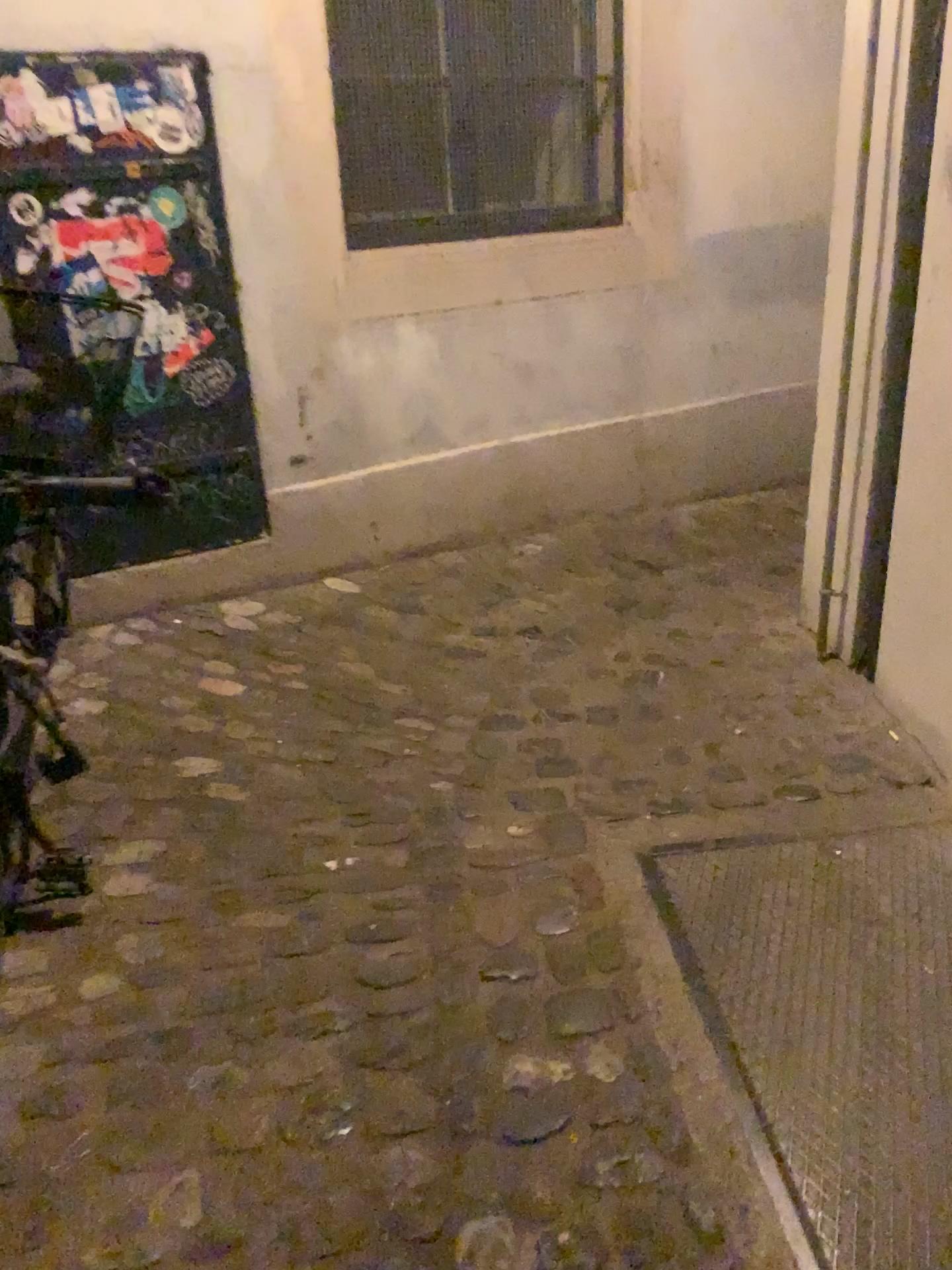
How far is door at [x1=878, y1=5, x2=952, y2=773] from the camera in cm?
206

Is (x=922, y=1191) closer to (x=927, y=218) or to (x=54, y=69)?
(x=927, y=218)

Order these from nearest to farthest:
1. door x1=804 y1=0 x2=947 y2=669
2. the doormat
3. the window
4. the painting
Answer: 1. the doormat
2. door x1=804 y1=0 x2=947 y2=669
3. the painting
4. the window

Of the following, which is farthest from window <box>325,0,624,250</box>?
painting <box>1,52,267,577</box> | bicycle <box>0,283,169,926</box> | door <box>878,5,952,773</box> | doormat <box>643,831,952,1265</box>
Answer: doormat <box>643,831,952,1265</box>

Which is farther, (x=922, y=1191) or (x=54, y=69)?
(x=54, y=69)

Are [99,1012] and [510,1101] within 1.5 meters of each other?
yes

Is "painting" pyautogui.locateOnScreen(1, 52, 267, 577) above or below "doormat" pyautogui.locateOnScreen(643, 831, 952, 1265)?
above

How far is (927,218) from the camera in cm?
206

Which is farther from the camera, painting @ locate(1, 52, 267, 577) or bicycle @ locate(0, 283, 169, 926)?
painting @ locate(1, 52, 267, 577)

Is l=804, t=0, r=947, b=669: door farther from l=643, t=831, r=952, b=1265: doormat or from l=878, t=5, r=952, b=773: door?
l=643, t=831, r=952, b=1265: doormat
